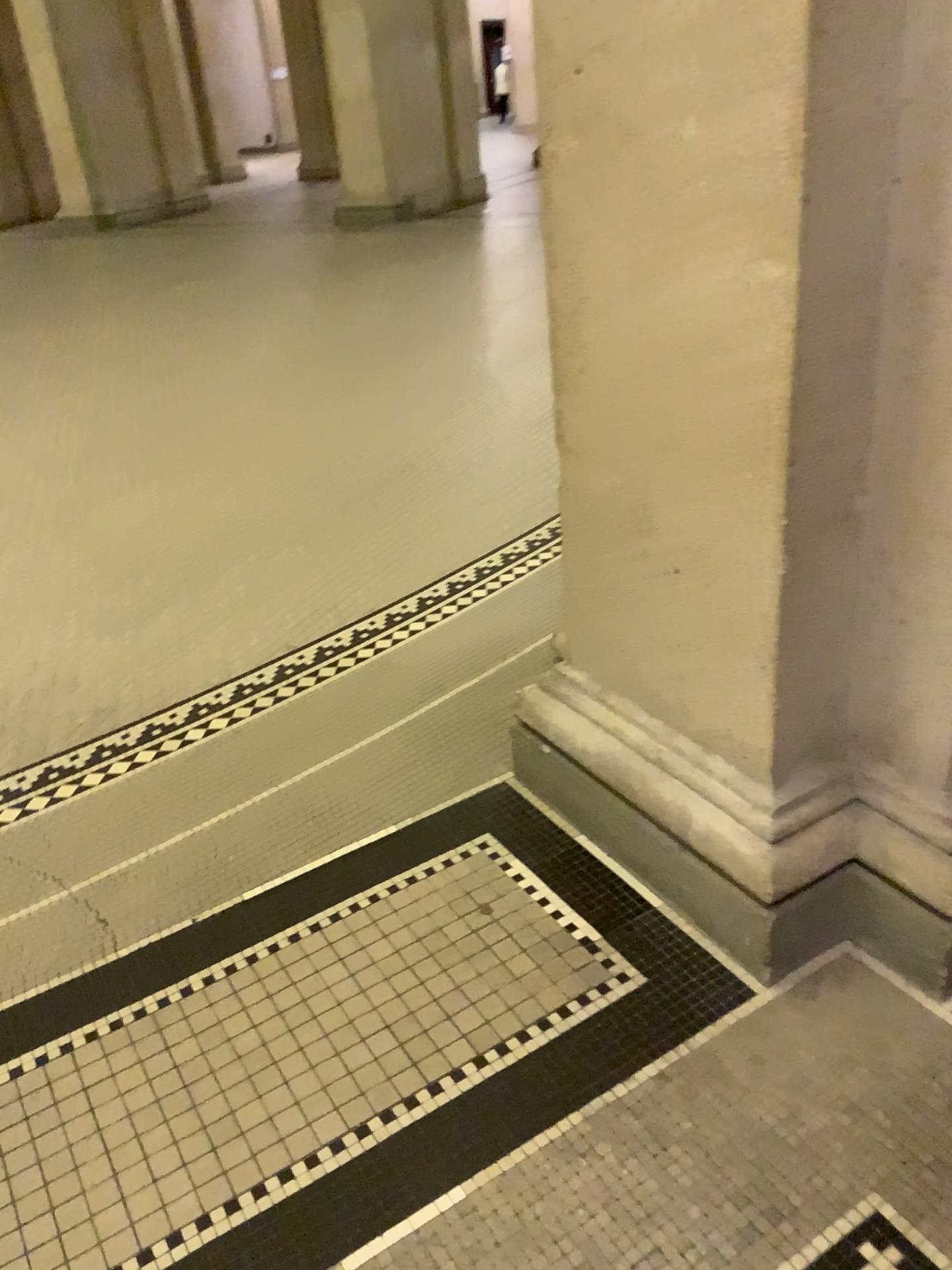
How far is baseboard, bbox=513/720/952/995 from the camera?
1.6m

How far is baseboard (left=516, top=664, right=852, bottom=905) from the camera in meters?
1.6

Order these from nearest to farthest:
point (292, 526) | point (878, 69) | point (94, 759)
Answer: point (878, 69)
point (94, 759)
point (292, 526)

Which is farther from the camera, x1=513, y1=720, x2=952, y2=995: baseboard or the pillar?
x1=513, y1=720, x2=952, y2=995: baseboard

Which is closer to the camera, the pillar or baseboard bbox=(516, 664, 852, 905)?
the pillar

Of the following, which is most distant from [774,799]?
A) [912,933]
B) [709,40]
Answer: [709,40]

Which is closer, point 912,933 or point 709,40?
point 709,40

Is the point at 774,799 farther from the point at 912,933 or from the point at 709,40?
the point at 709,40
